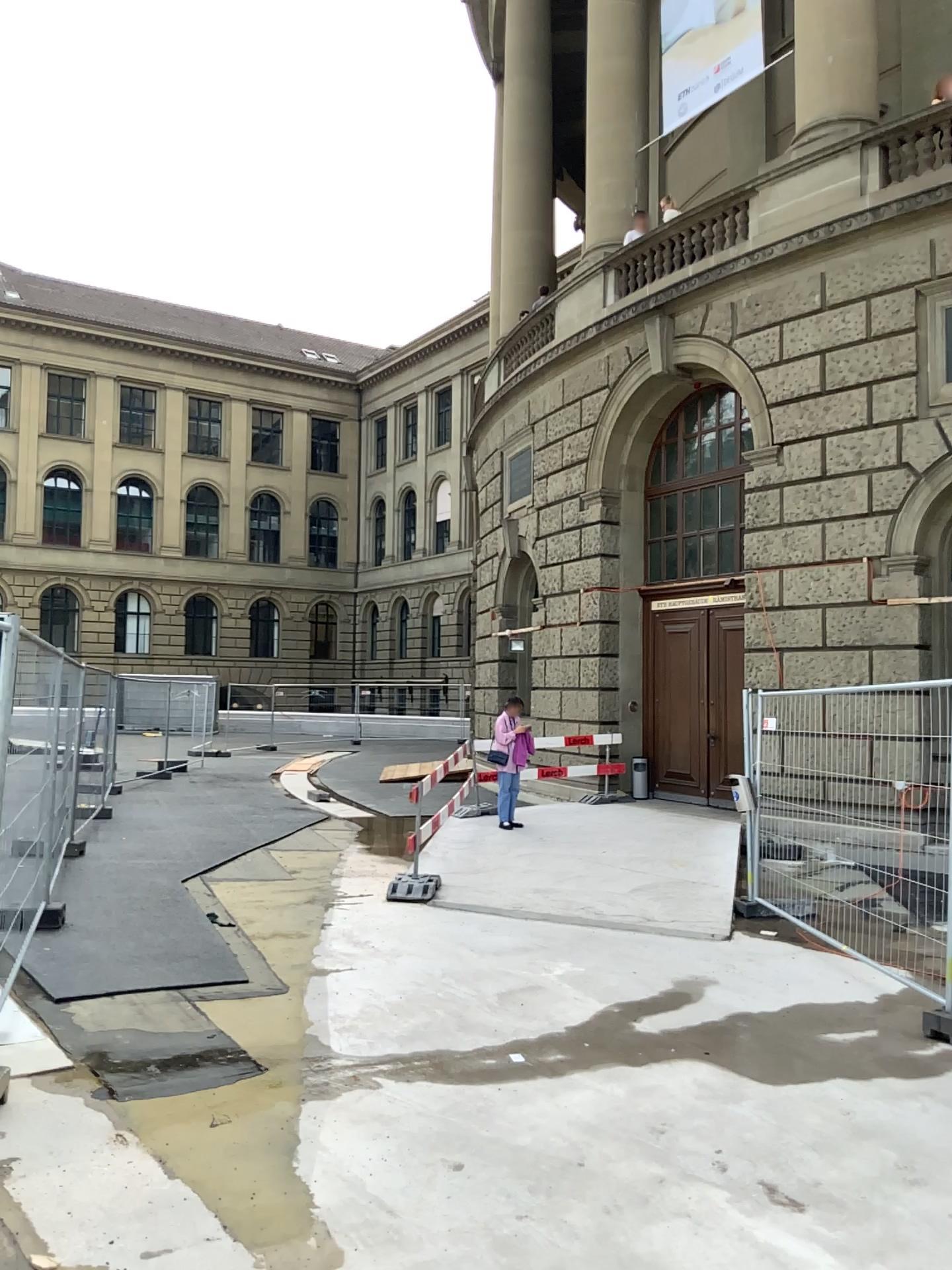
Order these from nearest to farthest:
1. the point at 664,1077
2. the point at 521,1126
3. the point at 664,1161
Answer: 1. the point at 664,1161
2. the point at 521,1126
3. the point at 664,1077
